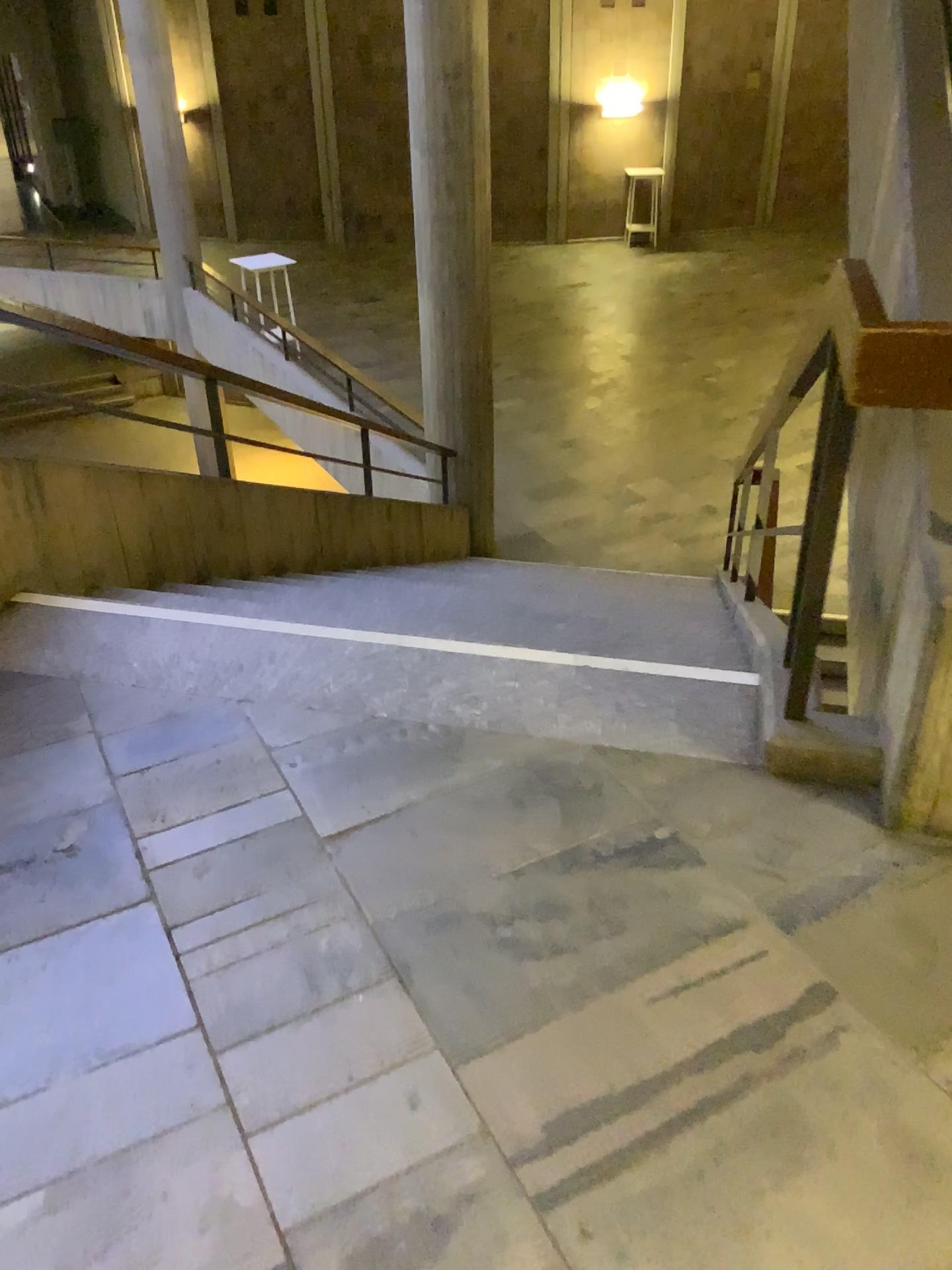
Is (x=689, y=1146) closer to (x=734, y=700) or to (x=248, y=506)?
(x=734, y=700)
